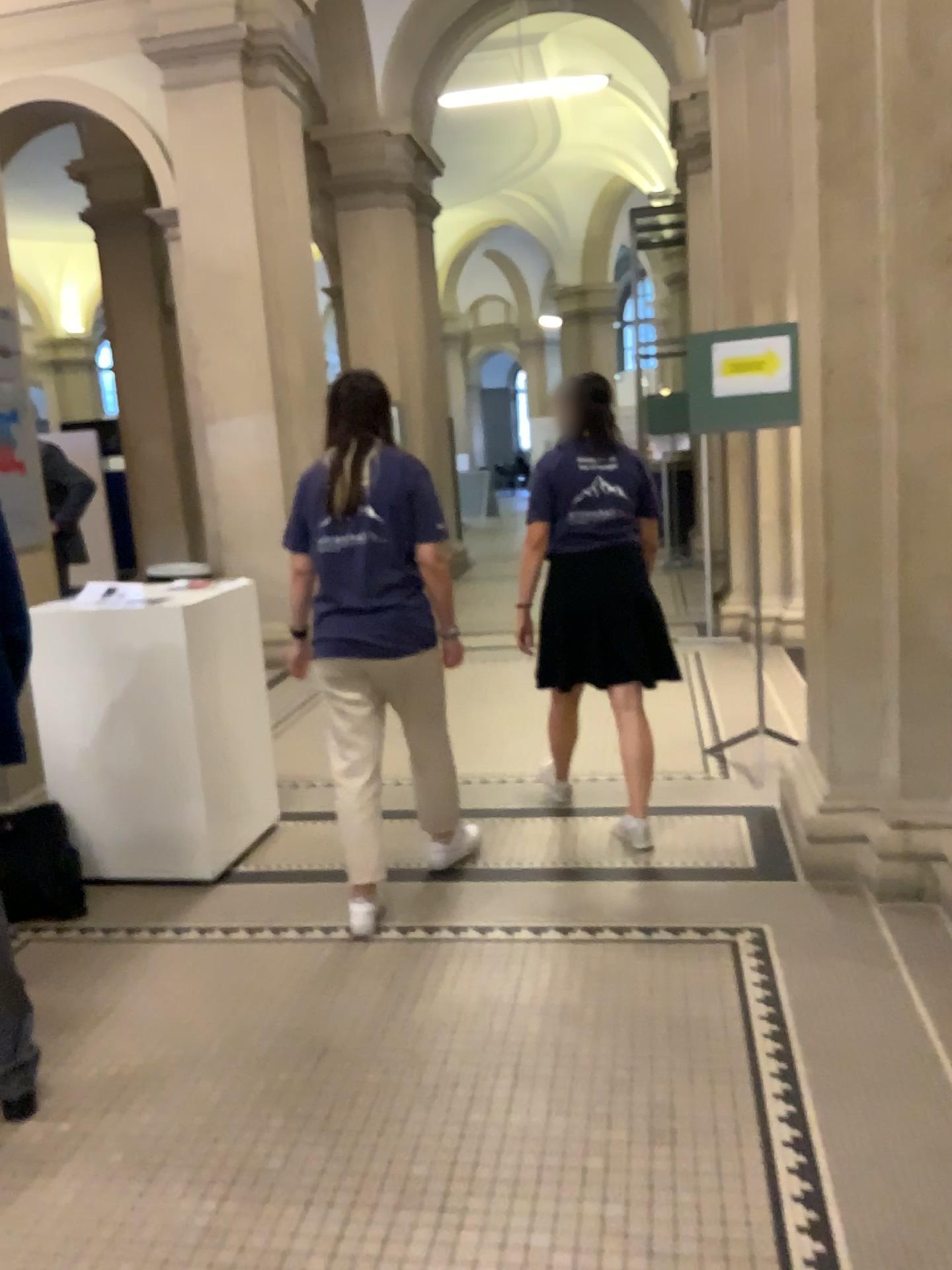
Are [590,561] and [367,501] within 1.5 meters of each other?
yes

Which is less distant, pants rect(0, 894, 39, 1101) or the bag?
pants rect(0, 894, 39, 1101)

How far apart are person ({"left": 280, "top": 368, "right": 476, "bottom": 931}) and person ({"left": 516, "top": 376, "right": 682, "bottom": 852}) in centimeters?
52cm

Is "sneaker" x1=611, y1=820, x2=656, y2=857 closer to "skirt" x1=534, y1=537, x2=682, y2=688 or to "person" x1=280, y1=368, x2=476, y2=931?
"skirt" x1=534, y1=537, x2=682, y2=688

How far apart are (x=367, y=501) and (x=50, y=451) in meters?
1.7

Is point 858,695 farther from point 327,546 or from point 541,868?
point 327,546

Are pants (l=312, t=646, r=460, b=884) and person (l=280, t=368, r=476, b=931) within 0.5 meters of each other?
yes

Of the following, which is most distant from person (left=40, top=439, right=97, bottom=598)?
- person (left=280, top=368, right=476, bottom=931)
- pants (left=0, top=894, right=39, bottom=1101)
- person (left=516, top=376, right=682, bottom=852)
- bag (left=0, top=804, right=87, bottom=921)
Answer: pants (left=0, top=894, right=39, bottom=1101)

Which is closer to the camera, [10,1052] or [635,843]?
[10,1052]

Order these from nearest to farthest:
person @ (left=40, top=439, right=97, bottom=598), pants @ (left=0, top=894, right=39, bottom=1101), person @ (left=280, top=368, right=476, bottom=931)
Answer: pants @ (left=0, top=894, right=39, bottom=1101), person @ (left=280, top=368, right=476, bottom=931), person @ (left=40, top=439, right=97, bottom=598)
